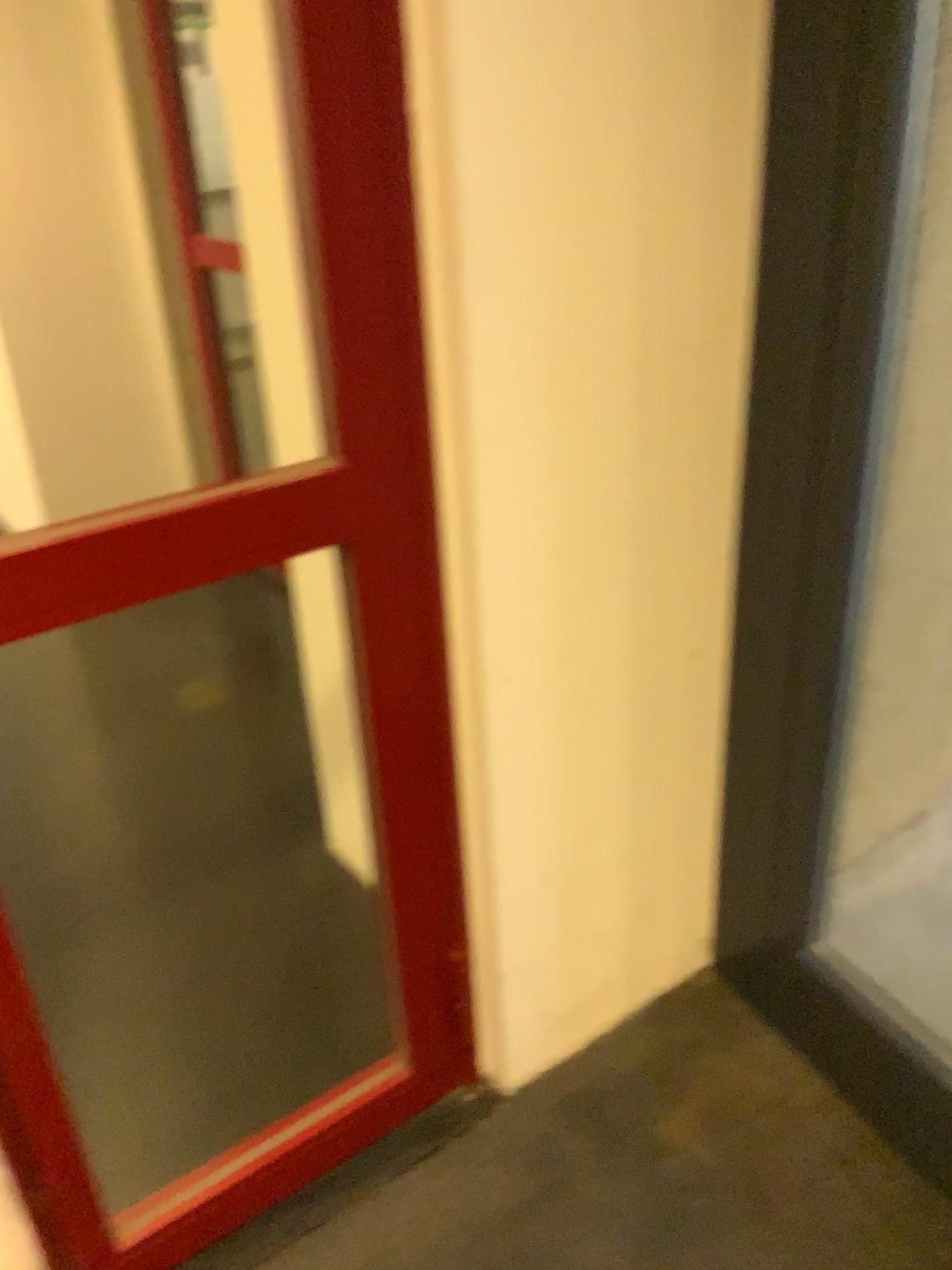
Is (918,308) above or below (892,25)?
below

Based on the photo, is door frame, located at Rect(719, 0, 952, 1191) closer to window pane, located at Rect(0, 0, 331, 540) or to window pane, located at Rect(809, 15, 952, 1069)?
window pane, located at Rect(809, 15, 952, 1069)

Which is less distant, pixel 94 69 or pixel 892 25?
pixel 892 25

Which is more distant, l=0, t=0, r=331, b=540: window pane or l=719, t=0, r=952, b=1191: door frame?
l=0, t=0, r=331, b=540: window pane

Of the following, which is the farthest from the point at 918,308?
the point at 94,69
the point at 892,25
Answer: the point at 94,69

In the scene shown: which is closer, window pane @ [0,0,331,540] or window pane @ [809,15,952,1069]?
window pane @ [809,15,952,1069]

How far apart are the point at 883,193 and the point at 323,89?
0.8m

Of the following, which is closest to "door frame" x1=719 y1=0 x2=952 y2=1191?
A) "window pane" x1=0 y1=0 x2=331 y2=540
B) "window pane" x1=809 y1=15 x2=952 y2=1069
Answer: "window pane" x1=809 y1=15 x2=952 y2=1069
